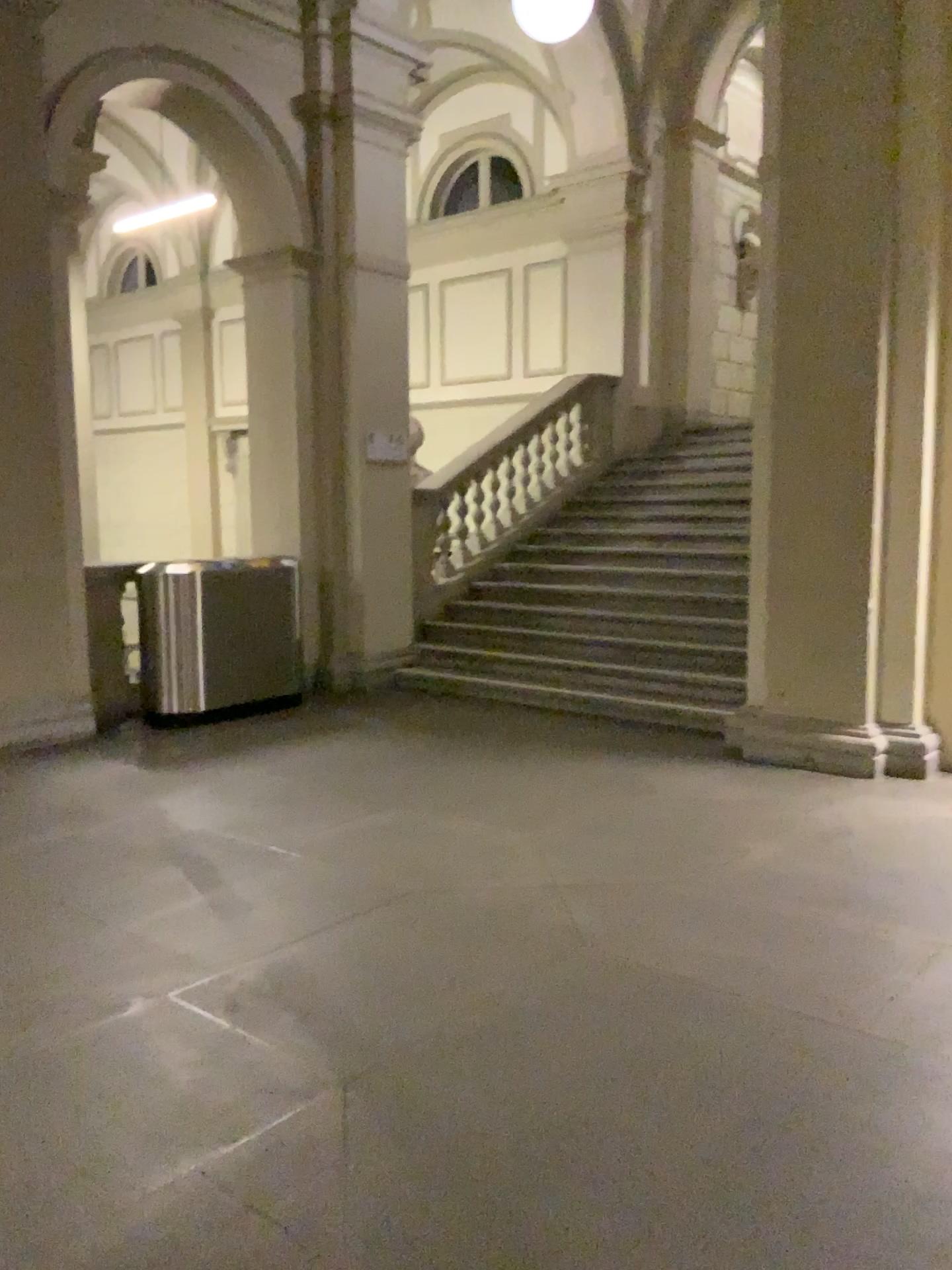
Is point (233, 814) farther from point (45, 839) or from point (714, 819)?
point (714, 819)
